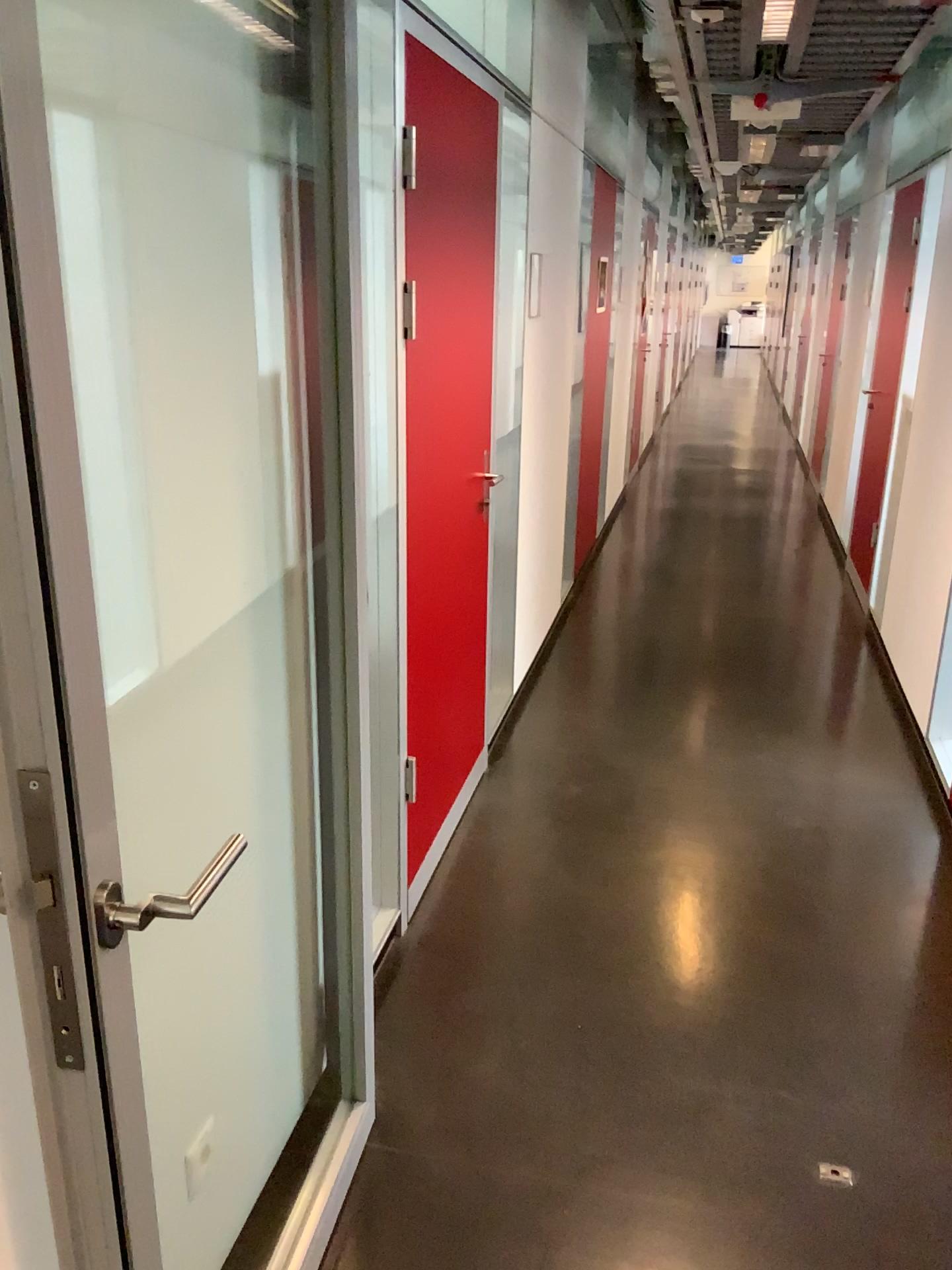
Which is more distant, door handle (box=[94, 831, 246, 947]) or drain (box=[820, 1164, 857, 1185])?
drain (box=[820, 1164, 857, 1185])

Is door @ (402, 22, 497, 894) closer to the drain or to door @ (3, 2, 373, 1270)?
door @ (3, 2, 373, 1270)

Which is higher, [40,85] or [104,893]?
[40,85]

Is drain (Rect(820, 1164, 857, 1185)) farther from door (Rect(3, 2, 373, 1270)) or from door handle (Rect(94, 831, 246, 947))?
door handle (Rect(94, 831, 246, 947))

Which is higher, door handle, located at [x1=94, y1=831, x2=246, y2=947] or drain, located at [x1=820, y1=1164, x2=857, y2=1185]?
door handle, located at [x1=94, y1=831, x2=246, y2=947]

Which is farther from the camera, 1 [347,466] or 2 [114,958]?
1 [347,466]

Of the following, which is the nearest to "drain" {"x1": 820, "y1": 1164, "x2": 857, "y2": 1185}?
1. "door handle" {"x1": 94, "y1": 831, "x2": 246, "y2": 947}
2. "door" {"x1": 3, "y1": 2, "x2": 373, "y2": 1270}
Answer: → "door" {"x1": 3, "y1": 2, "x2": 373, "y2": 1270}

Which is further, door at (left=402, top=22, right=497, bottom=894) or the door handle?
door at (left=402, top=22, right=497, bottom=894)

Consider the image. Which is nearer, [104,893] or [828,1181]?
[104,893]

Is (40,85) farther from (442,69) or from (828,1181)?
(828,1181)
